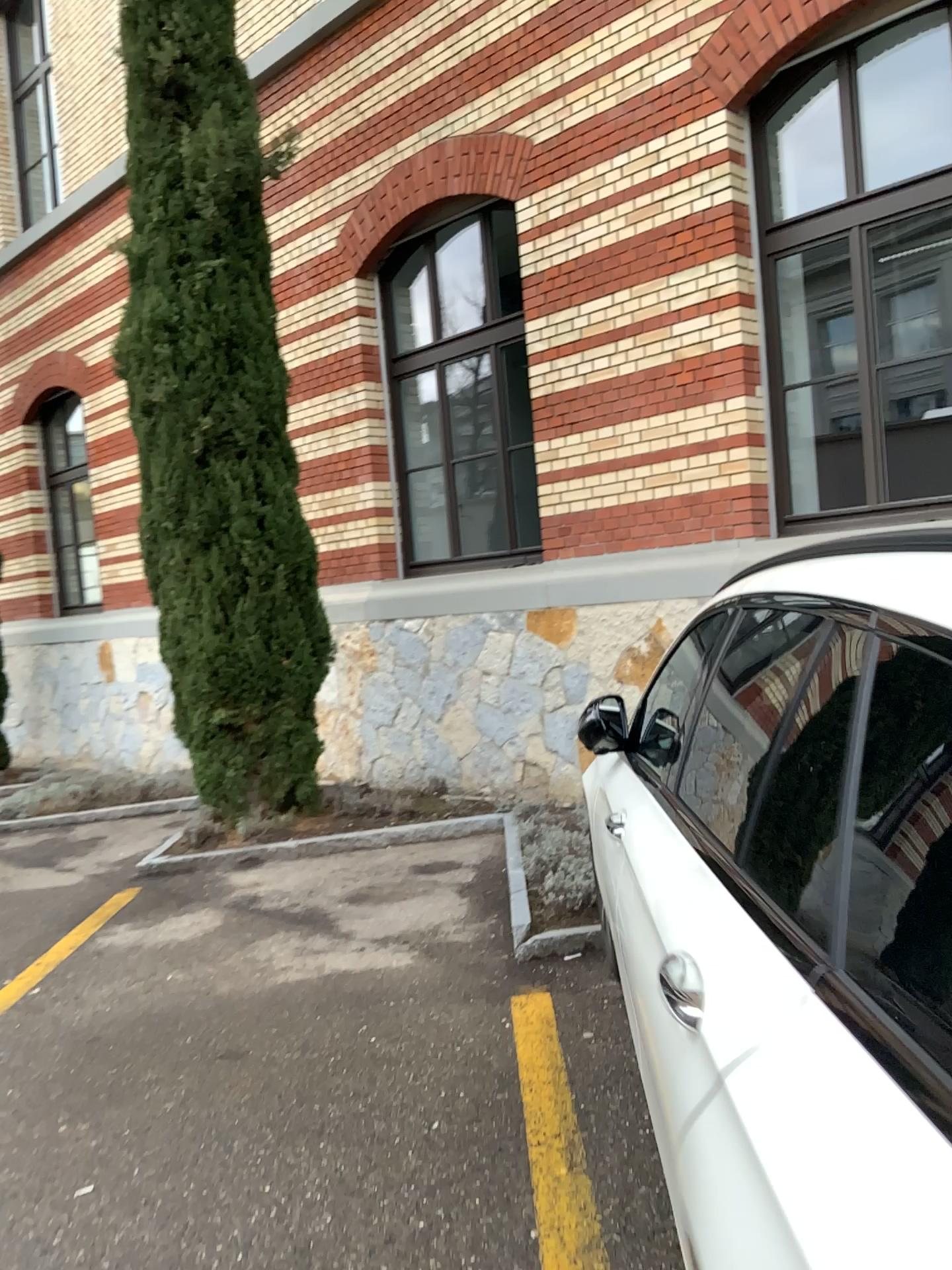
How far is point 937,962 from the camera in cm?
96

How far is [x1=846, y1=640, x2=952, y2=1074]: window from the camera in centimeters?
96cm

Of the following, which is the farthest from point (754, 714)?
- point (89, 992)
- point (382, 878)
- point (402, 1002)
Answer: point (382, 878)
